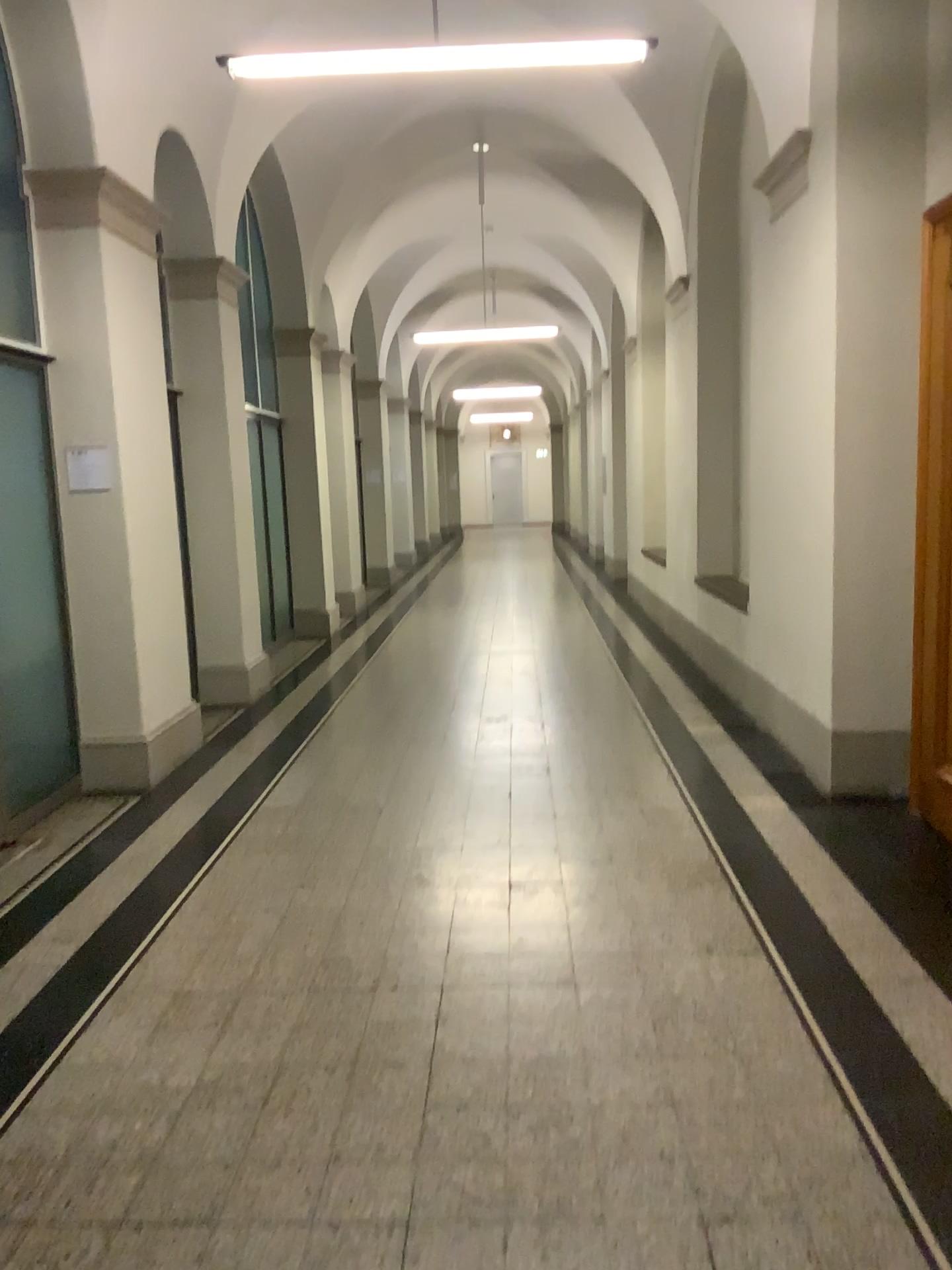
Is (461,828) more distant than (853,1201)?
Yes
